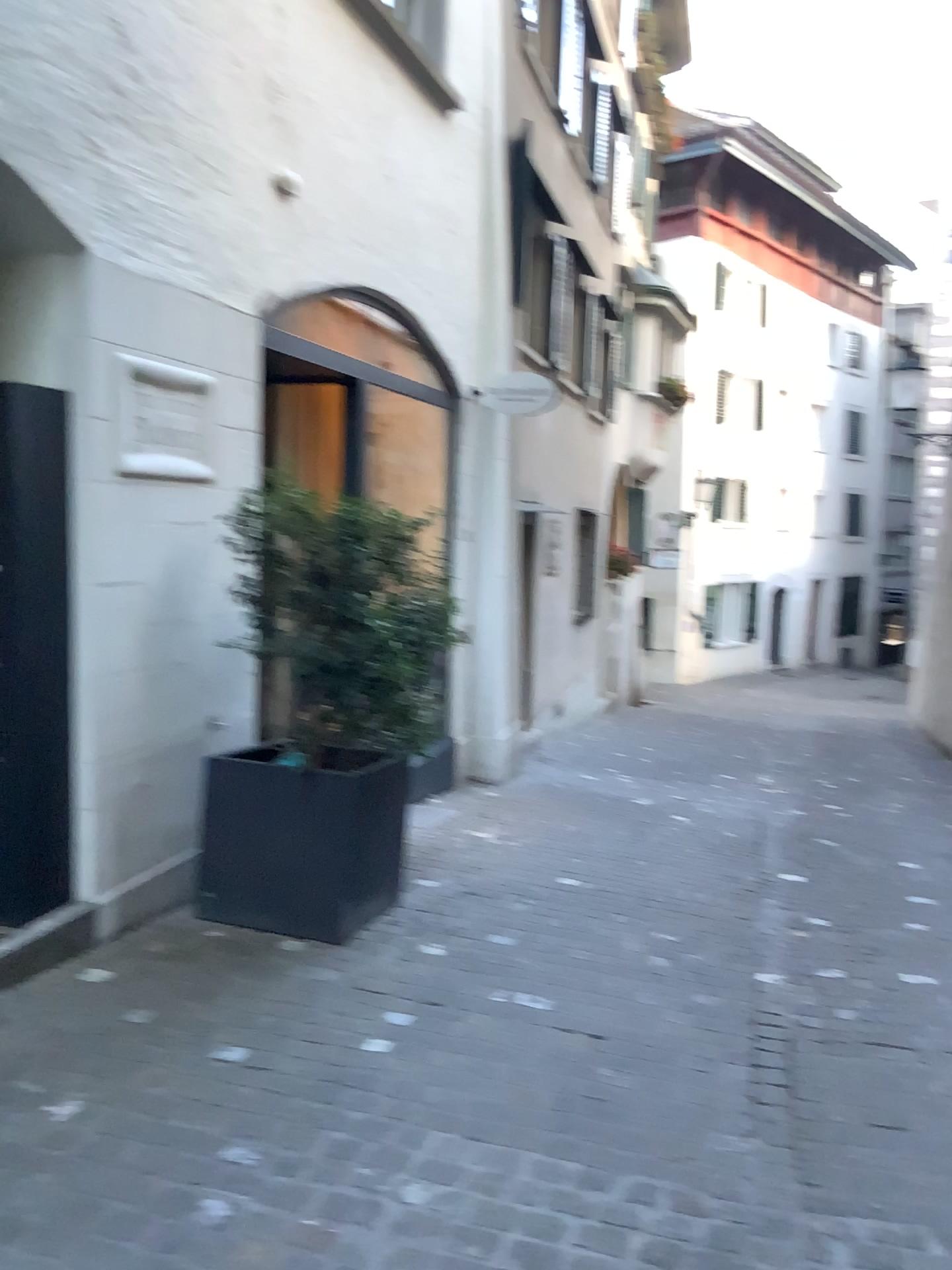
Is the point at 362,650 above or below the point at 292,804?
above

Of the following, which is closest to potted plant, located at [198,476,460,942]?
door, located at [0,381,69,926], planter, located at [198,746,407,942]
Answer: planter, located at [198,746,407,942]

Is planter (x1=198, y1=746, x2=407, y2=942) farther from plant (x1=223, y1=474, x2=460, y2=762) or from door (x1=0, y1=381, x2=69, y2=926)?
door (x1=0, y1=381, x2=69, y2=926)

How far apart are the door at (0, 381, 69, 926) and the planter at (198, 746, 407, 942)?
0.5 meters

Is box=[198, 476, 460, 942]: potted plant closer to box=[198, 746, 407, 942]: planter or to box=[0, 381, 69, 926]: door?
box=[198, 746, 407, 942]: planter

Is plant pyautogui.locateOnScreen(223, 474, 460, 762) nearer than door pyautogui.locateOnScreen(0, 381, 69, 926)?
No

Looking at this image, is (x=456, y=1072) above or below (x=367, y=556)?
below

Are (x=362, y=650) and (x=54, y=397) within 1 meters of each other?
no

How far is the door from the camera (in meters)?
3.32

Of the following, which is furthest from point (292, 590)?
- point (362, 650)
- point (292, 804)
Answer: point (292, 804)
